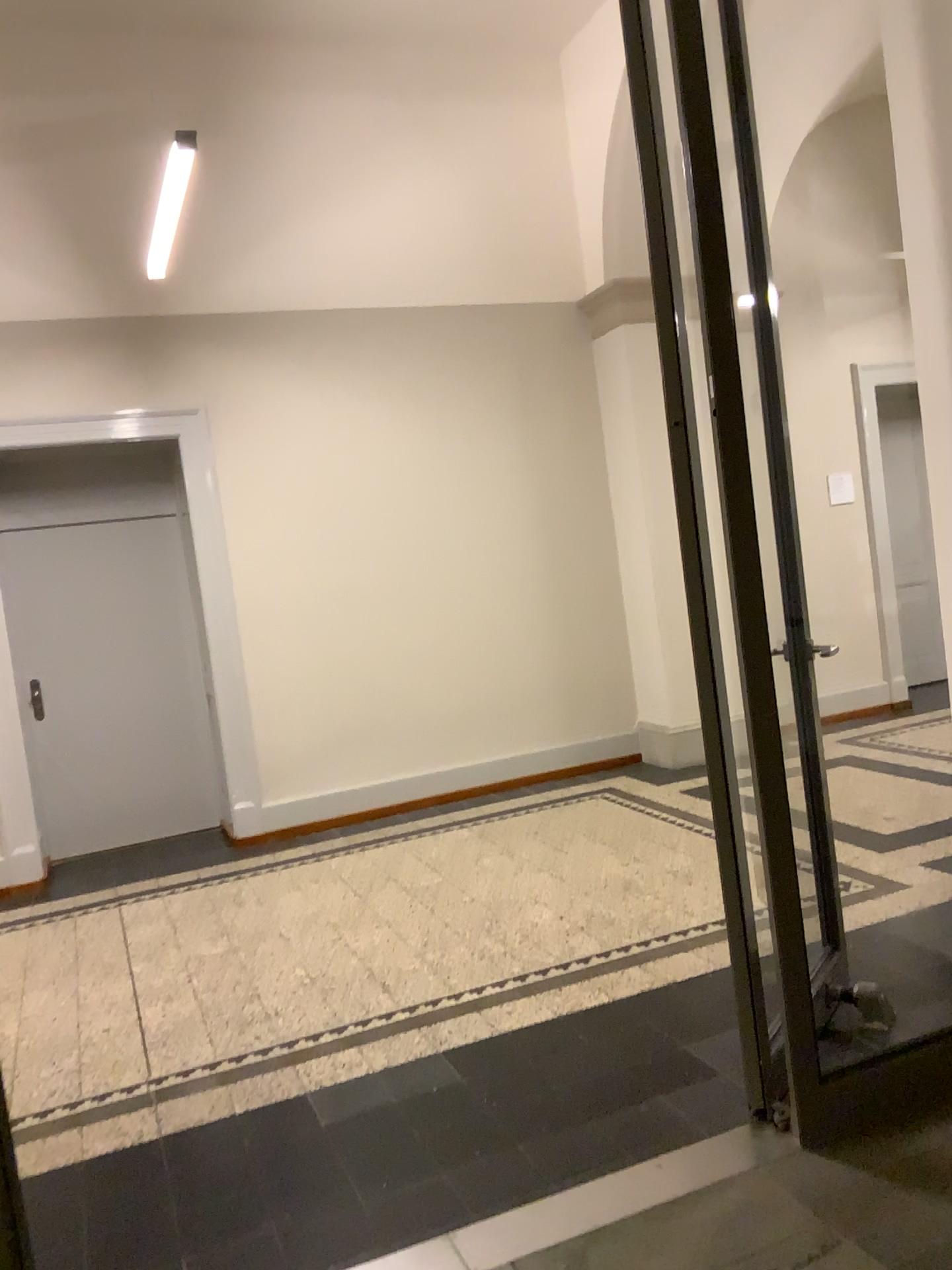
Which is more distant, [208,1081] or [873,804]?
[873,804]
